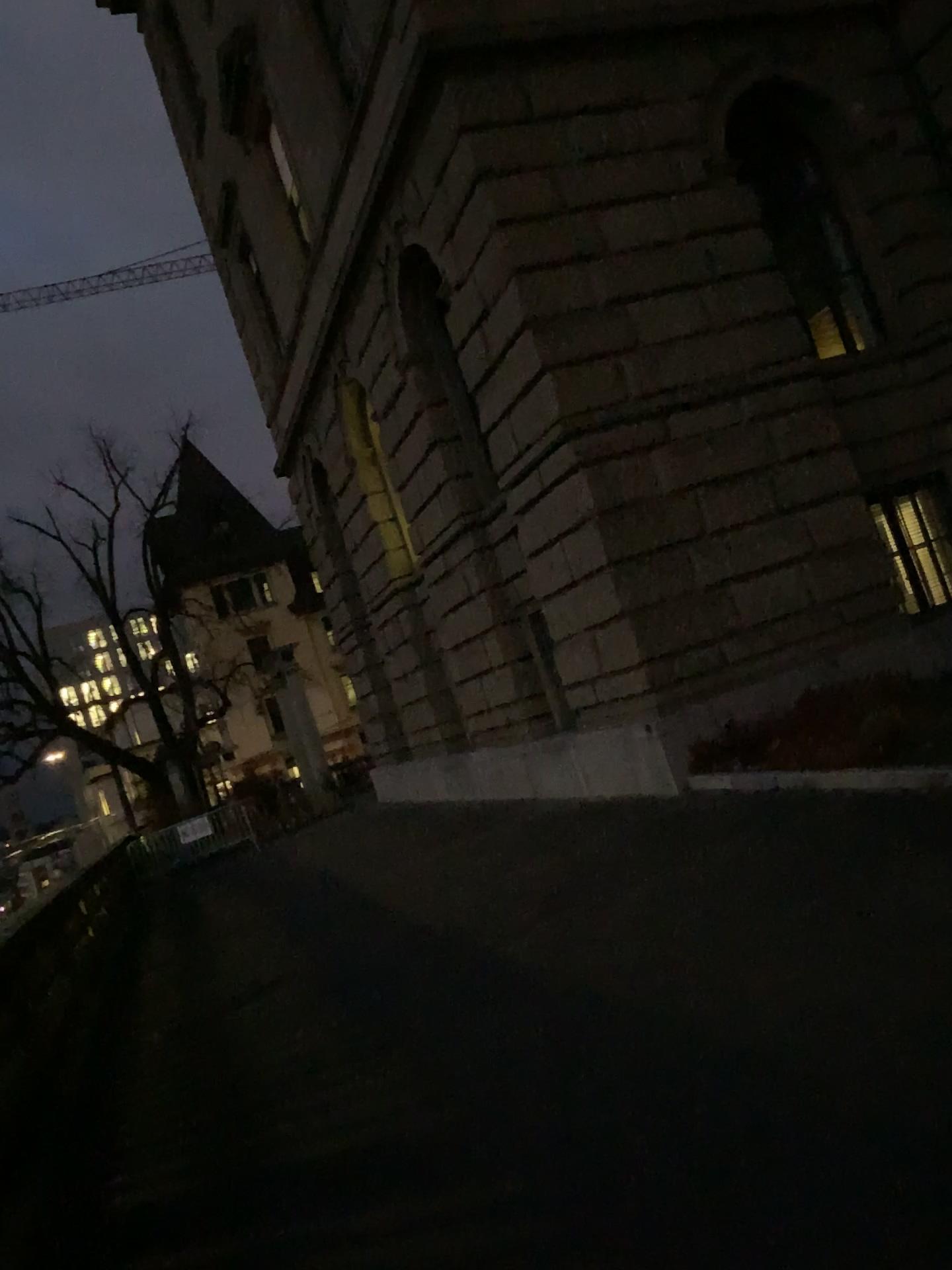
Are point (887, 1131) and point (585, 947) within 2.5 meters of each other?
no
